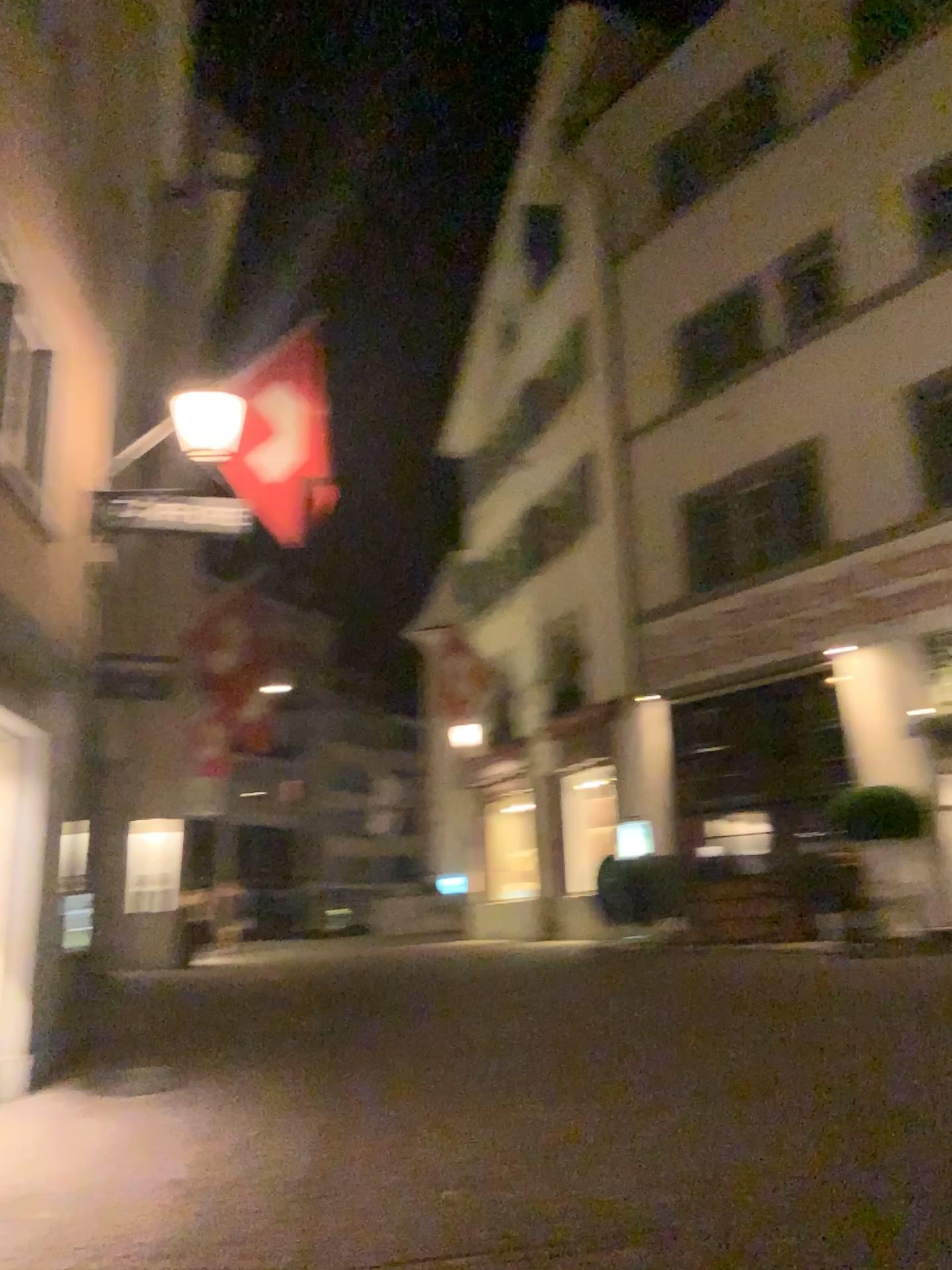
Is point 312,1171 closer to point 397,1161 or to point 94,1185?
point 397,1161
